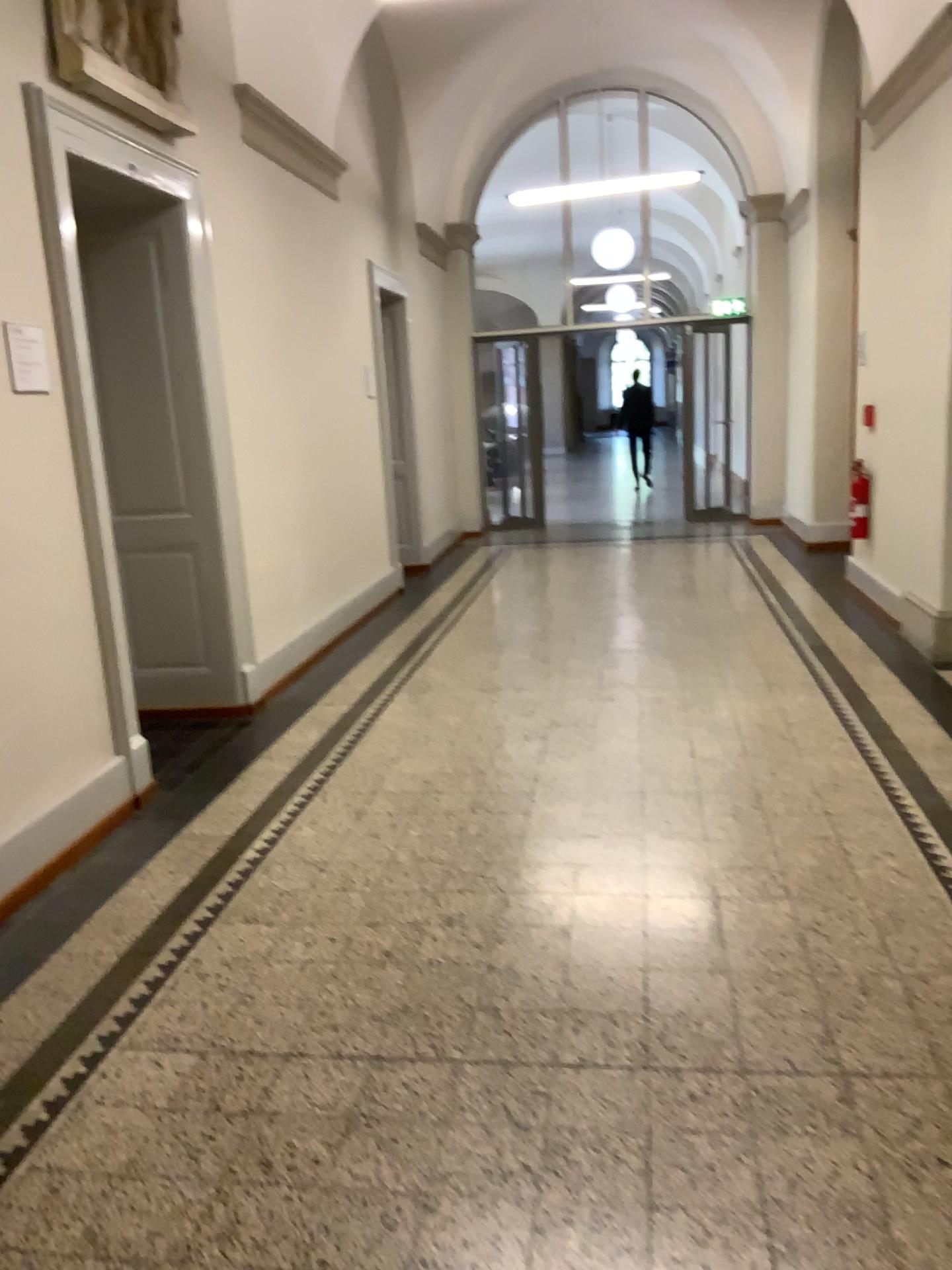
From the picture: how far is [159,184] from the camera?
4.27m

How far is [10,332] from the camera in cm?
344

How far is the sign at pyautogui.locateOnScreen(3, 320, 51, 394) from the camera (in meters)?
3.44
